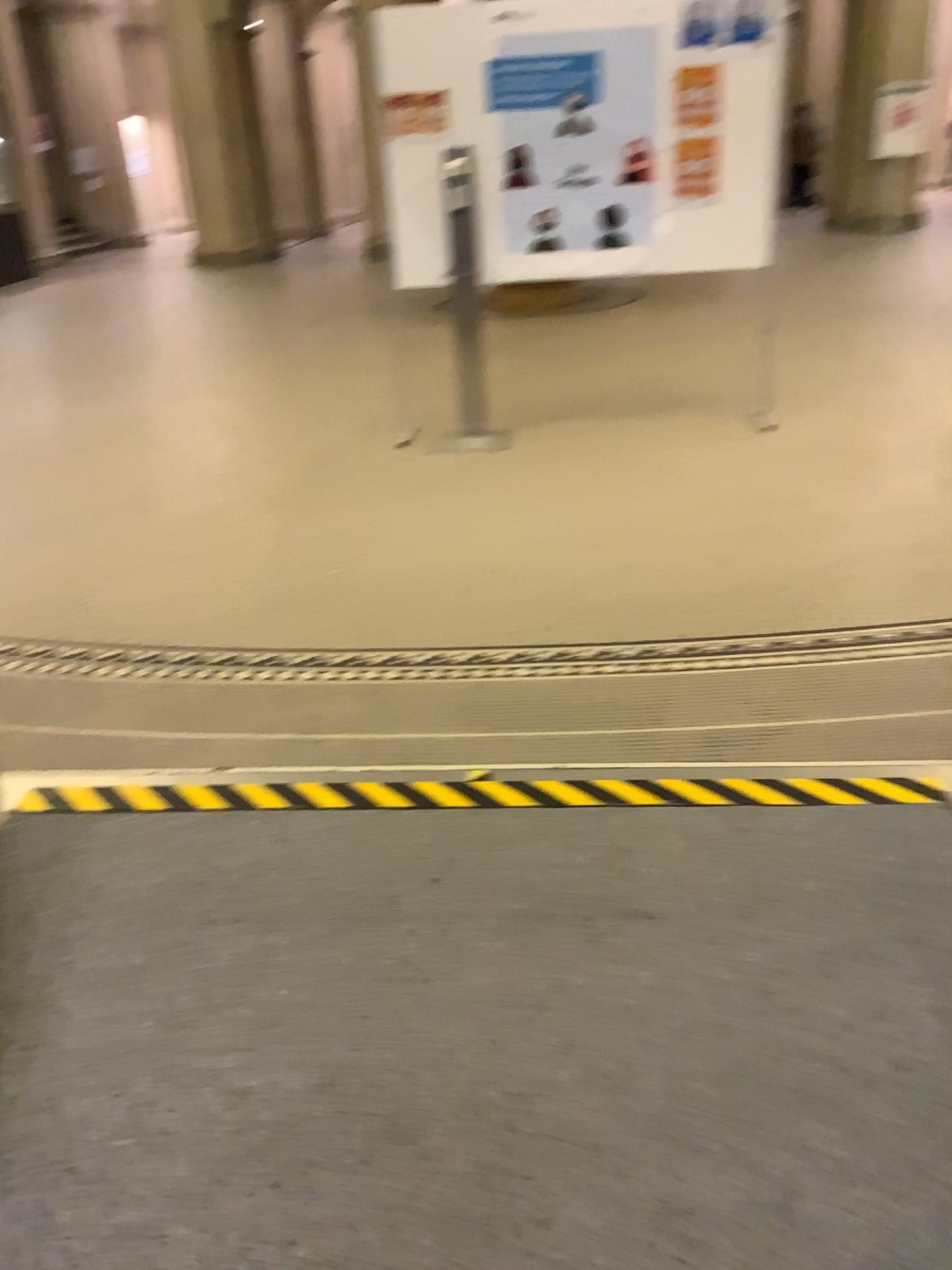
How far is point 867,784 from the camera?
2.3m

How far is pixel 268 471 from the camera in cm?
493

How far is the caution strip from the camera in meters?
2.3
